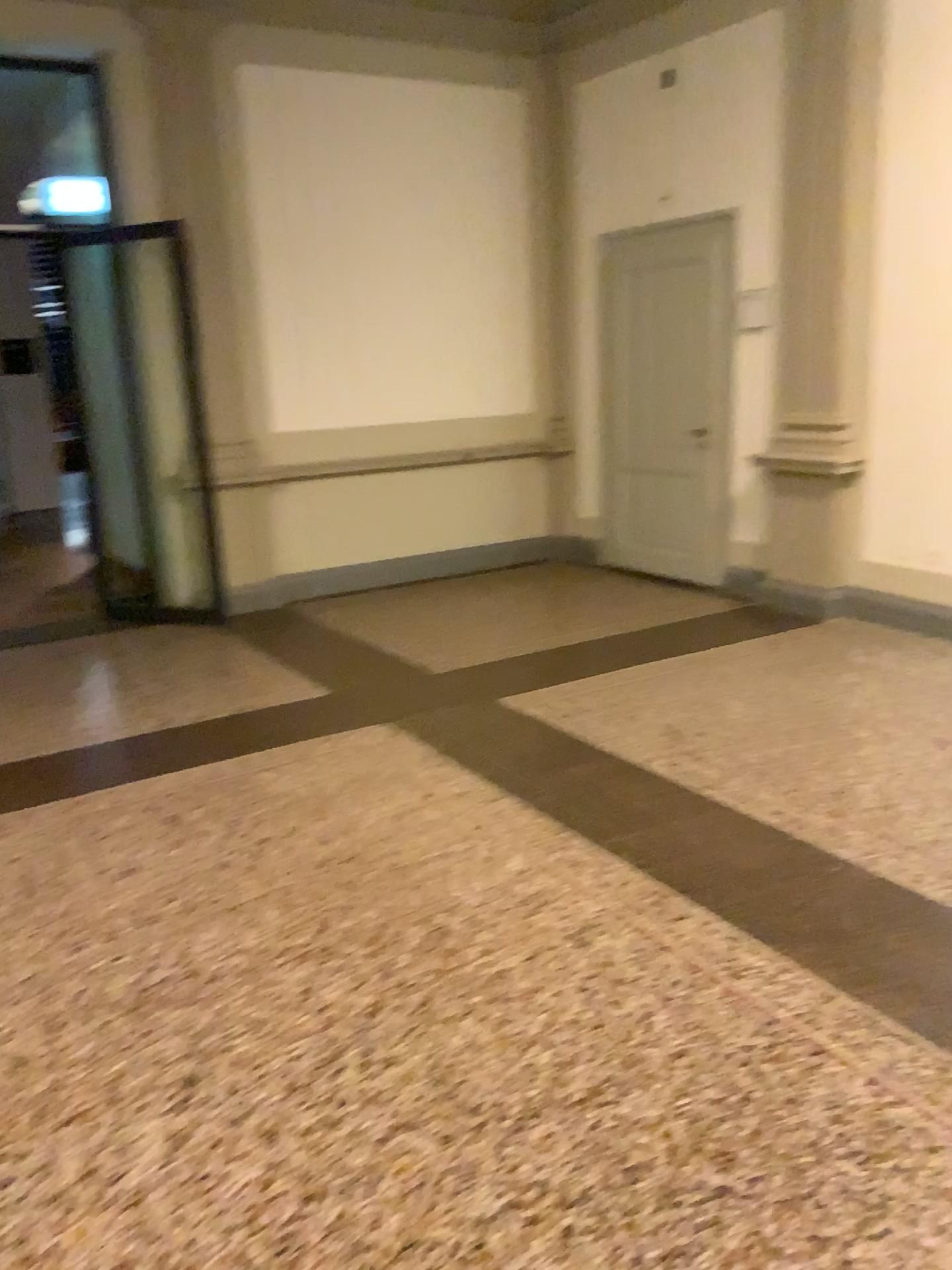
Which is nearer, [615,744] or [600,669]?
[615,744]
